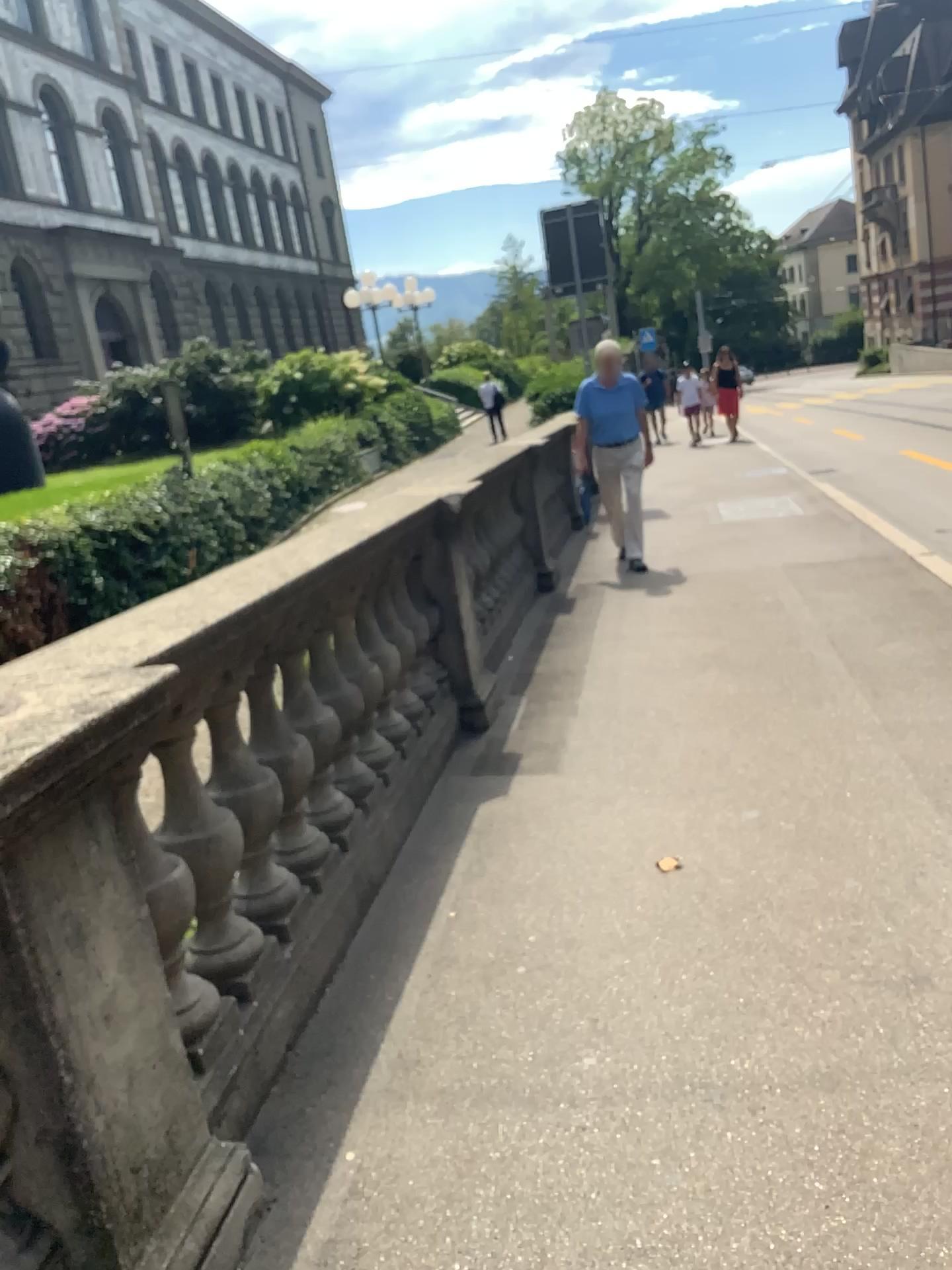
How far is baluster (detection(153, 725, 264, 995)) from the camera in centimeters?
216cm

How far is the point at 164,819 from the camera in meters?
2.2

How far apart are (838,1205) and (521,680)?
3.49m
